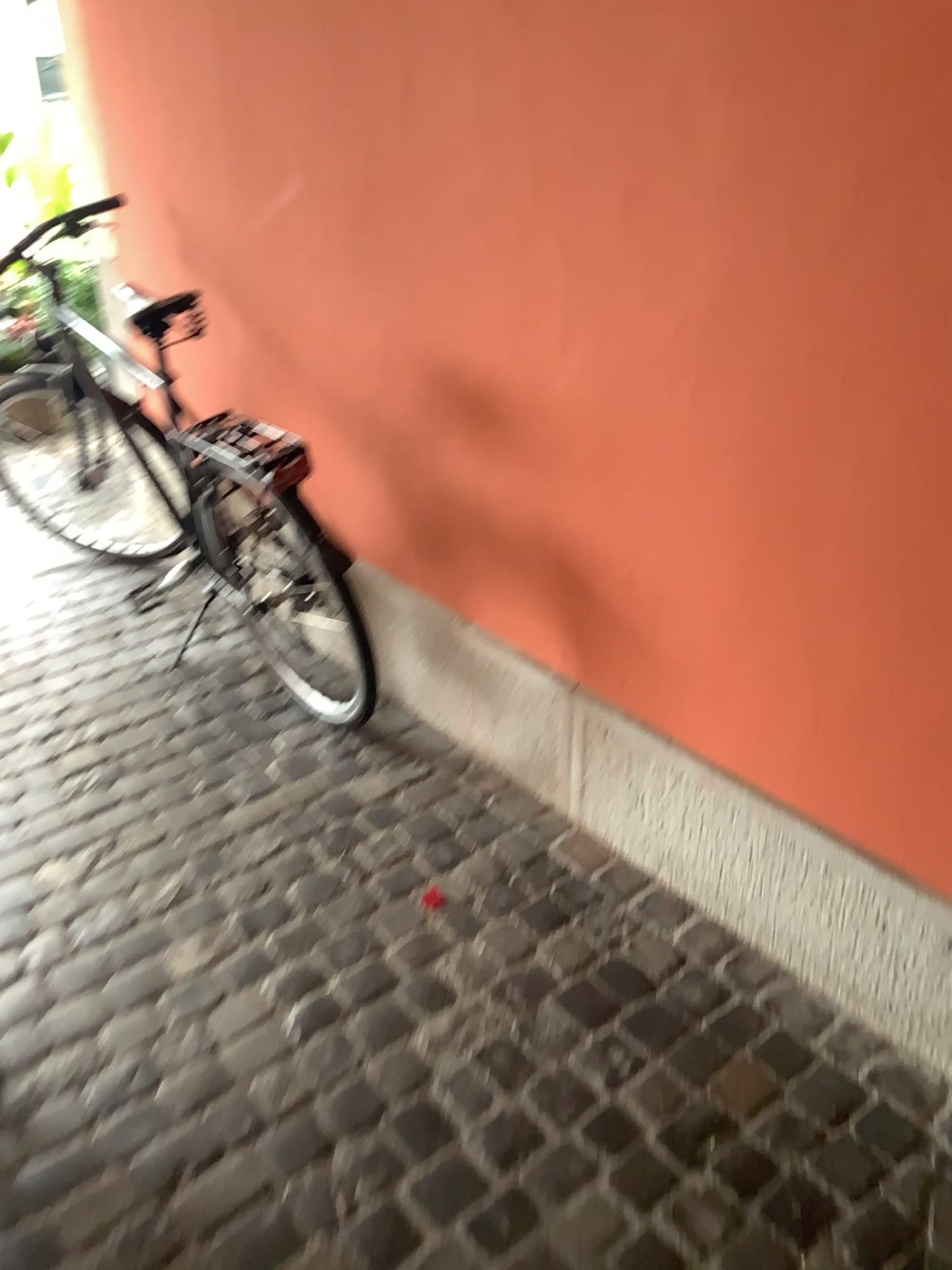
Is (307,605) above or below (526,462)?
below

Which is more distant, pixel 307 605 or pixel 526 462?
pixel 307 605

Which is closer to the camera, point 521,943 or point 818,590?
point 818,590

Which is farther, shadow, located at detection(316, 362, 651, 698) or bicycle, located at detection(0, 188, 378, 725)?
bicycle, located at detection(0, 188, 378, 725)
